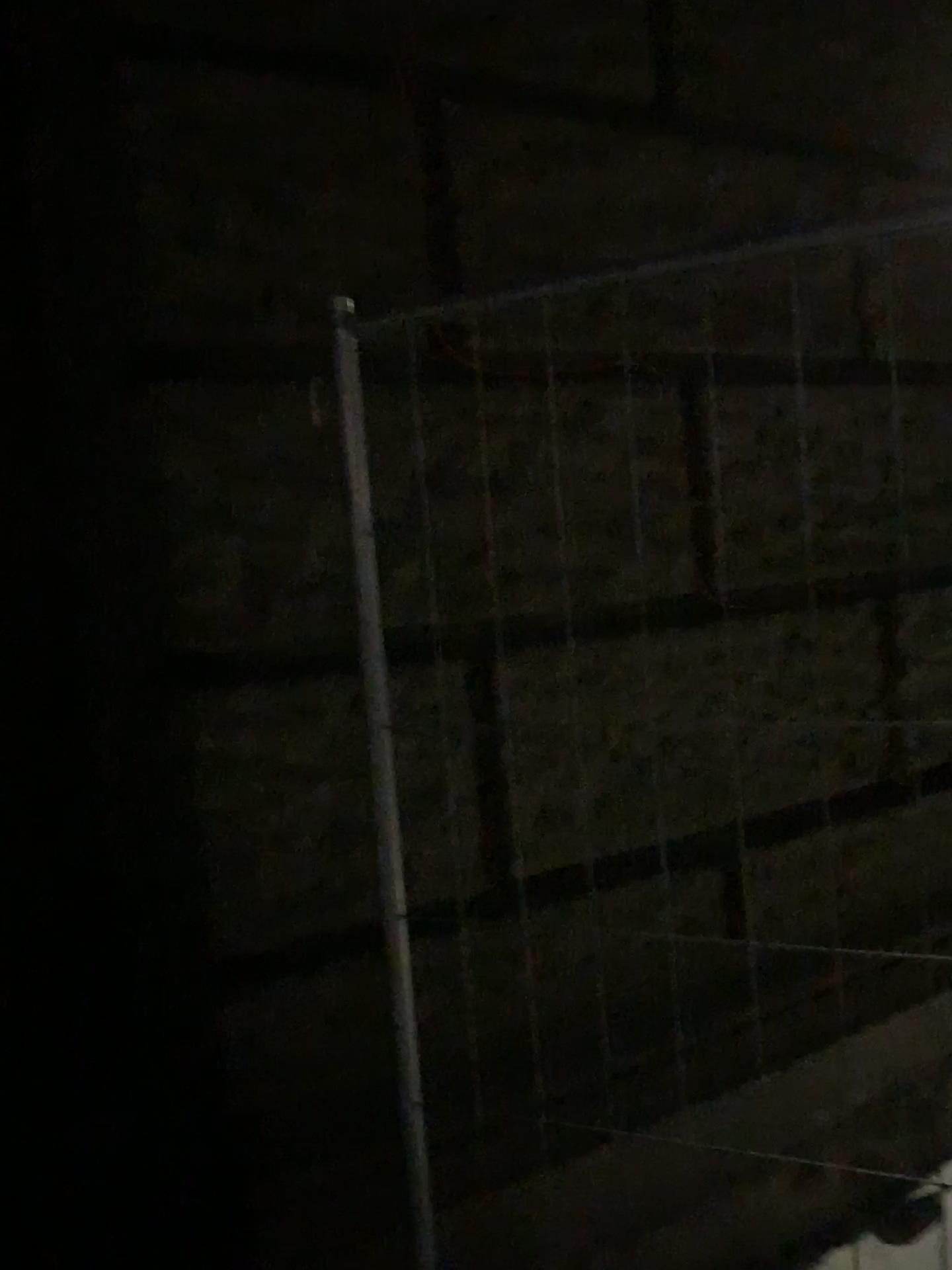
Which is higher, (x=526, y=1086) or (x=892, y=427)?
(x=892, y=427)

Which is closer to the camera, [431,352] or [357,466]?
[357,466]

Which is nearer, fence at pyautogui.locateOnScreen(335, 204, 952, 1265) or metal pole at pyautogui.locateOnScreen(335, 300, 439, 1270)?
metal pole at pyautogui.locateOnScreen(335, 300, 439, 1270)
